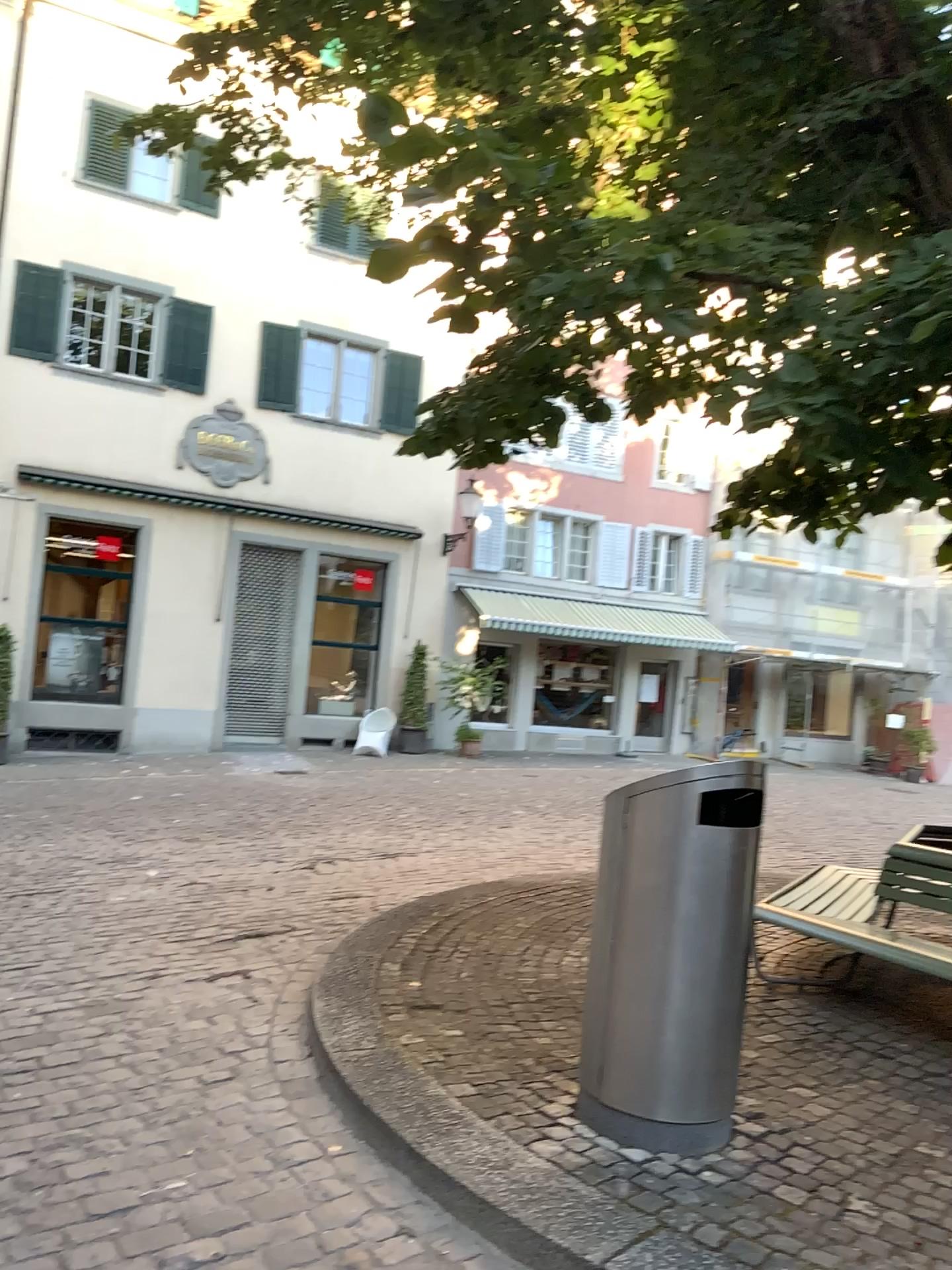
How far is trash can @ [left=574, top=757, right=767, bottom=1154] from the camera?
3.1 meters

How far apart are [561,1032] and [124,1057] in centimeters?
162cm

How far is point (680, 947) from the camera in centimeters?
315cm
